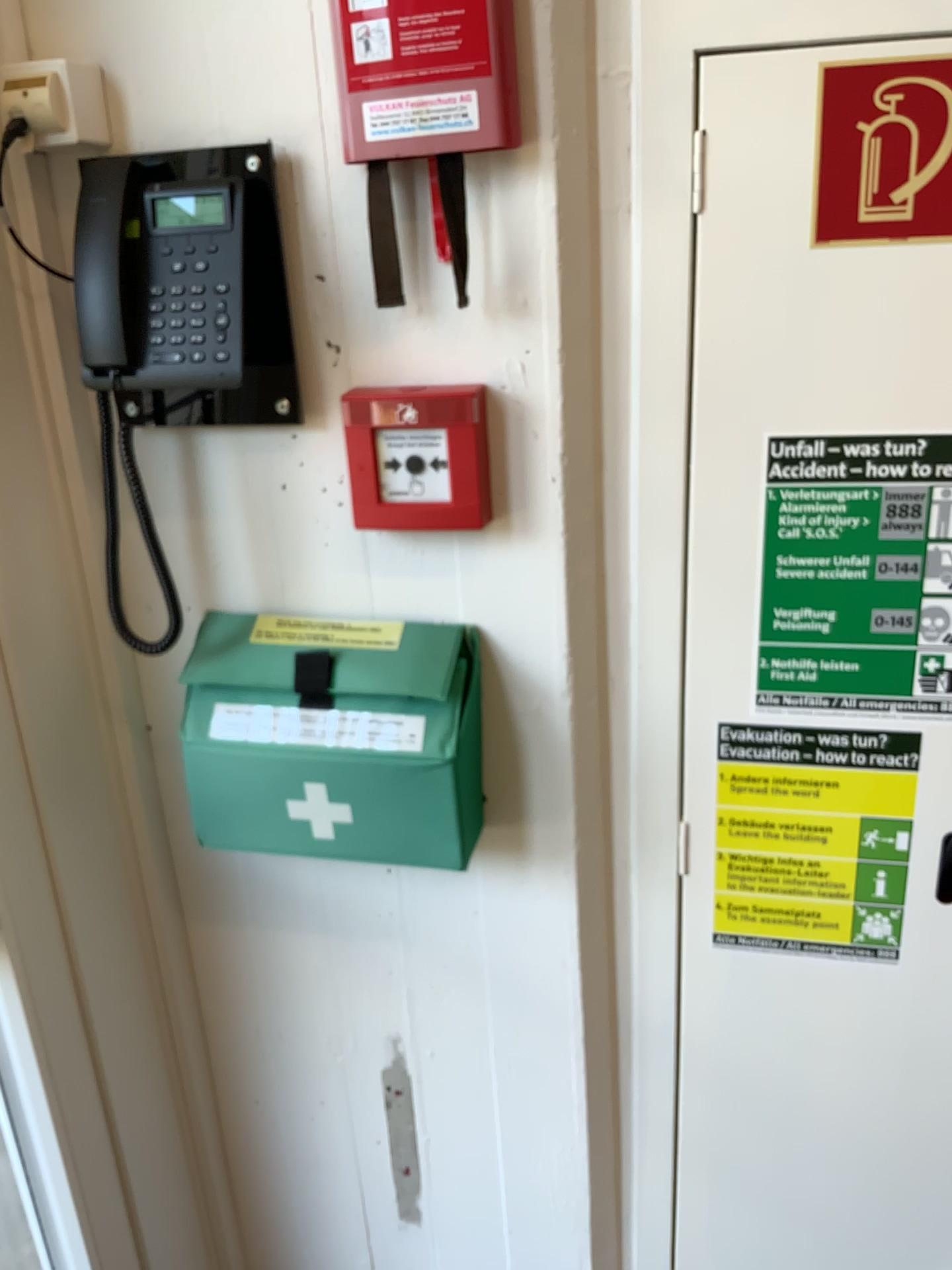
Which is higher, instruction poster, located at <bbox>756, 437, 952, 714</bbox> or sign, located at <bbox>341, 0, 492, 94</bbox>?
sign, located at <bbox>341, 0, 492, 94</bbox>

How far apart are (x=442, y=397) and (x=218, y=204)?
0.3 meters

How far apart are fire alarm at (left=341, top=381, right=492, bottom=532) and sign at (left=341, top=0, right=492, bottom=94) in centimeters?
26cm

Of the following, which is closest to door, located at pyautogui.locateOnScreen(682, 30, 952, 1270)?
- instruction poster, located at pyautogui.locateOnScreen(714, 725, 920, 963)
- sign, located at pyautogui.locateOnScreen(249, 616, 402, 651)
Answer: instruction poster, located at pyautogui.locateOnScreen(714, 725, 920, 963)

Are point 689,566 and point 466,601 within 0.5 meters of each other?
yes

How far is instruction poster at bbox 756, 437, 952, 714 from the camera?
1.0m

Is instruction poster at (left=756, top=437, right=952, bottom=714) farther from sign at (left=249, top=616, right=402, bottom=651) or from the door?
sign at (left=249, top=616, right=402, bottom=651)

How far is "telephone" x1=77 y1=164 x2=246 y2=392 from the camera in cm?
95

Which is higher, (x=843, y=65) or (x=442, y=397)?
(x=843, y=65)

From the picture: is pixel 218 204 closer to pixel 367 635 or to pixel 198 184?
pixel 198 184
